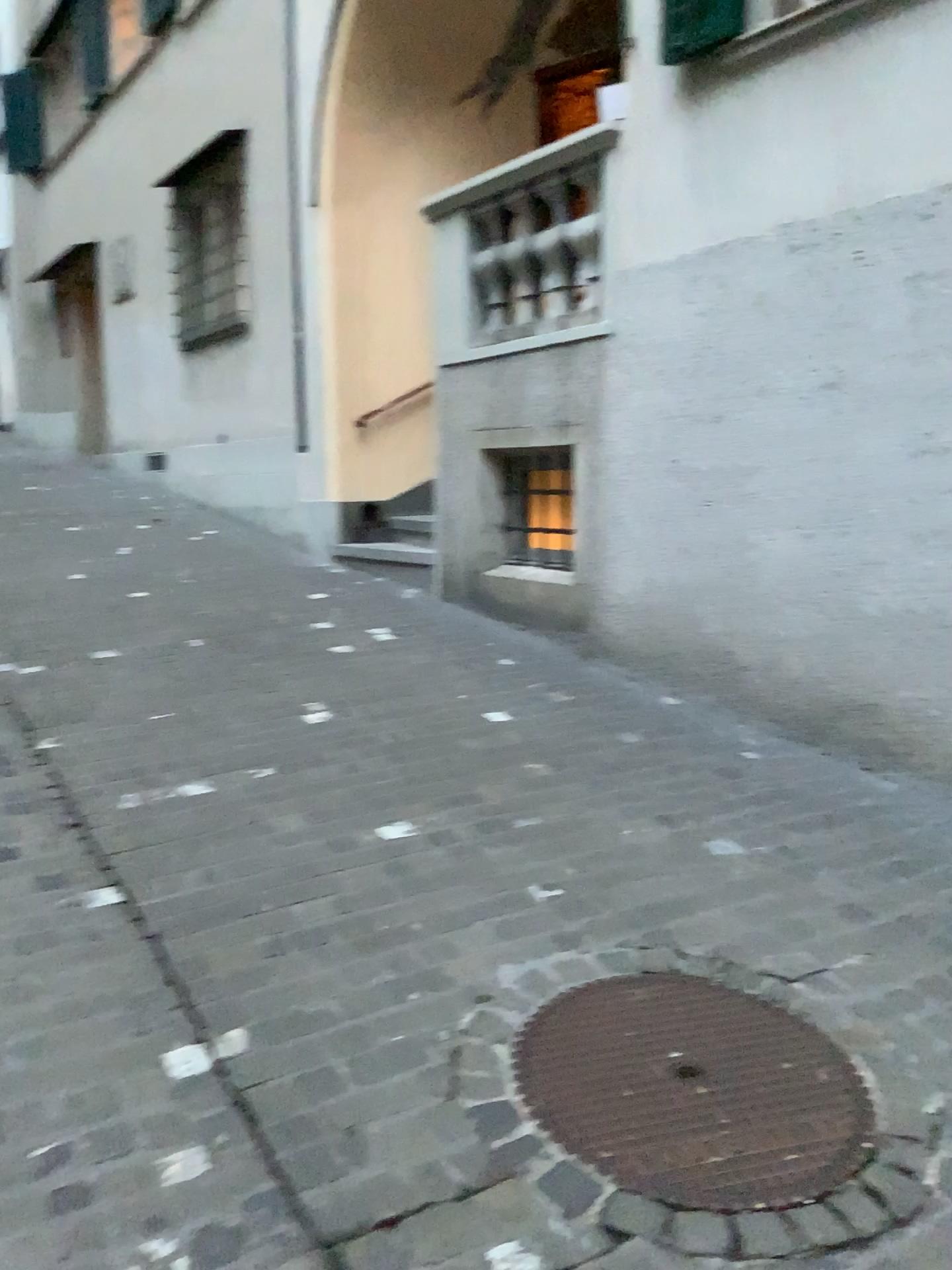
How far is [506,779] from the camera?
3.7m
